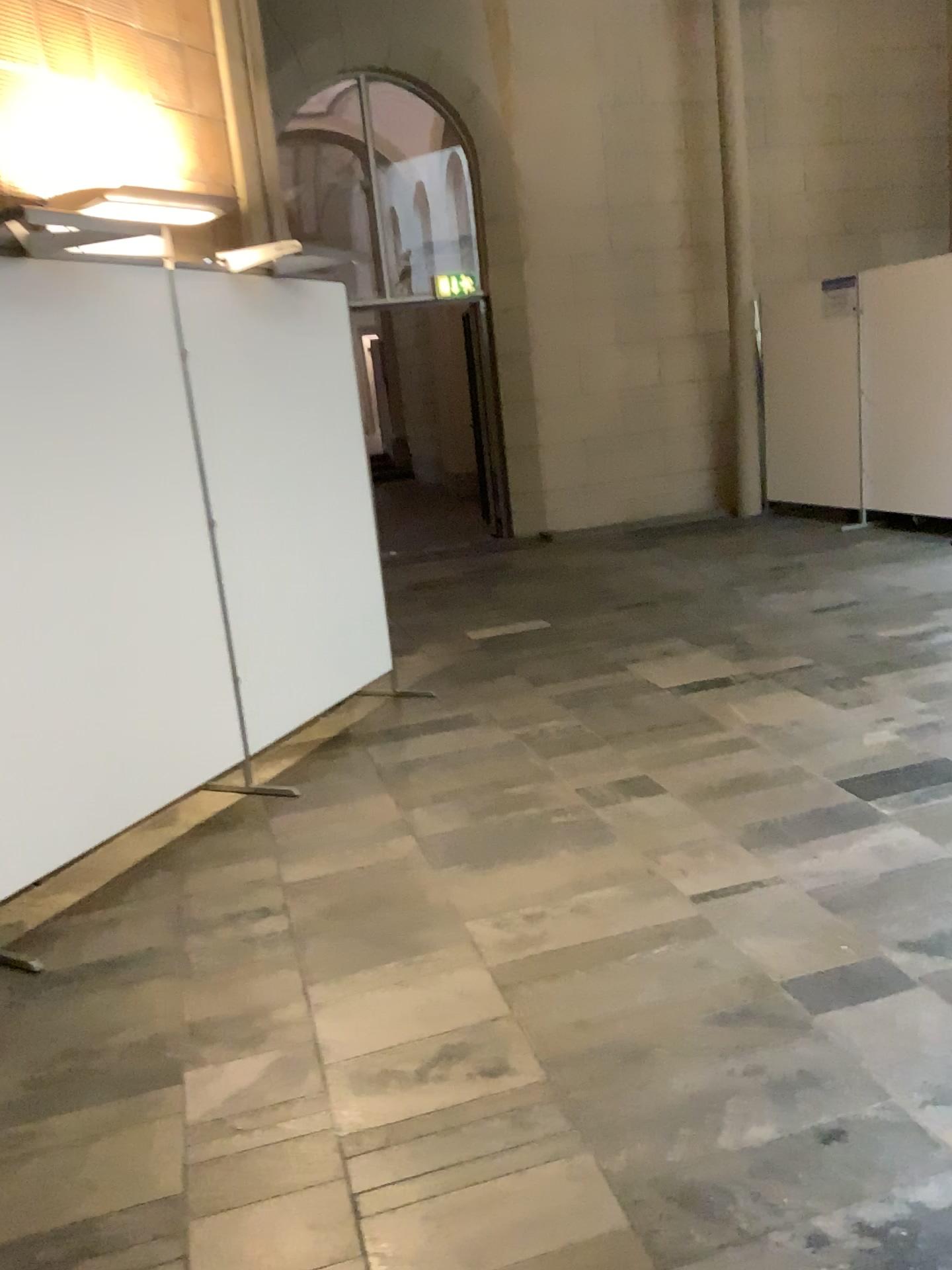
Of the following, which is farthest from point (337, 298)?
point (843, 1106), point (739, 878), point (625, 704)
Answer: point (843, 1106)
